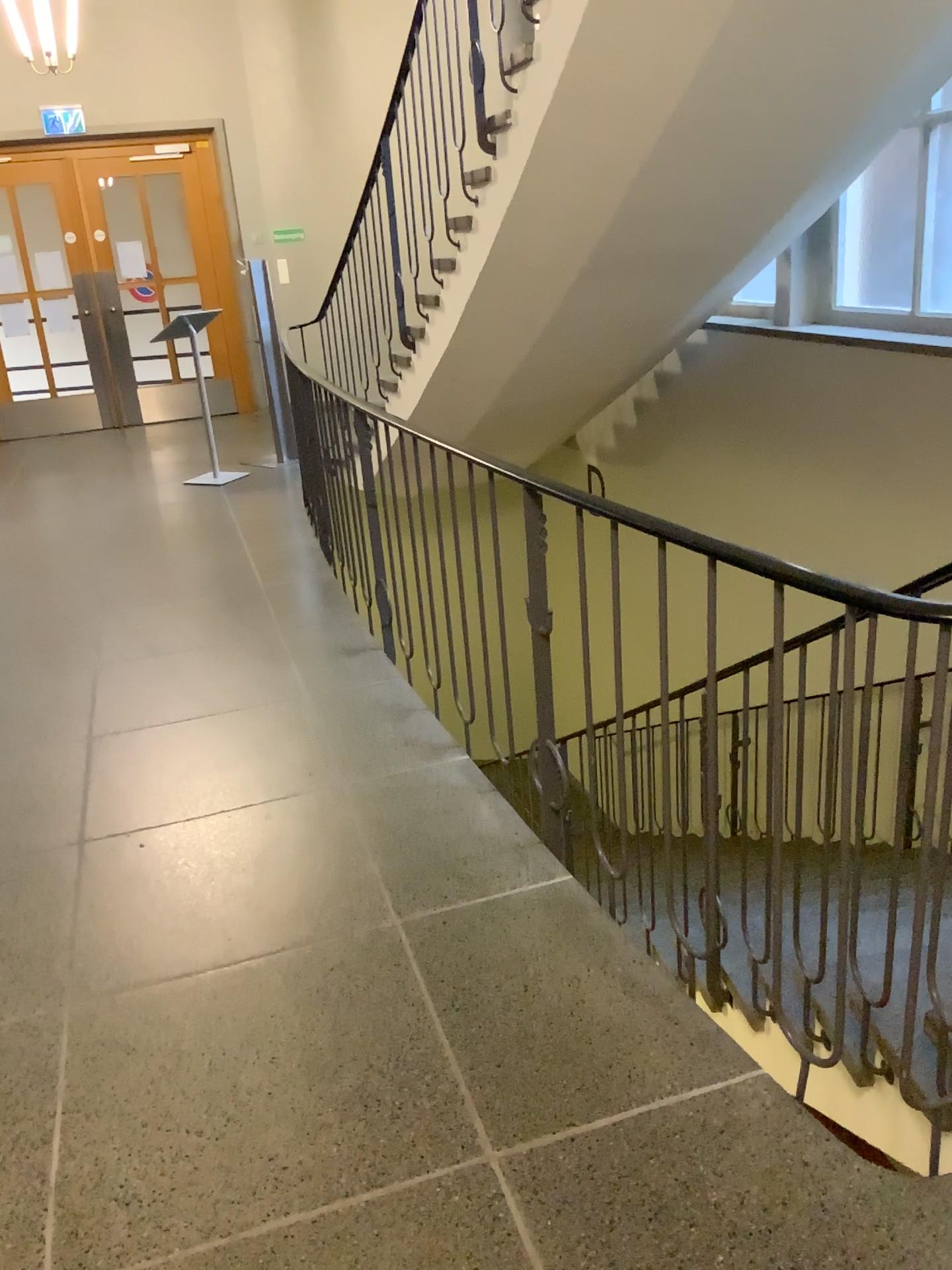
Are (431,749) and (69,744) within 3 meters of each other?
yes
